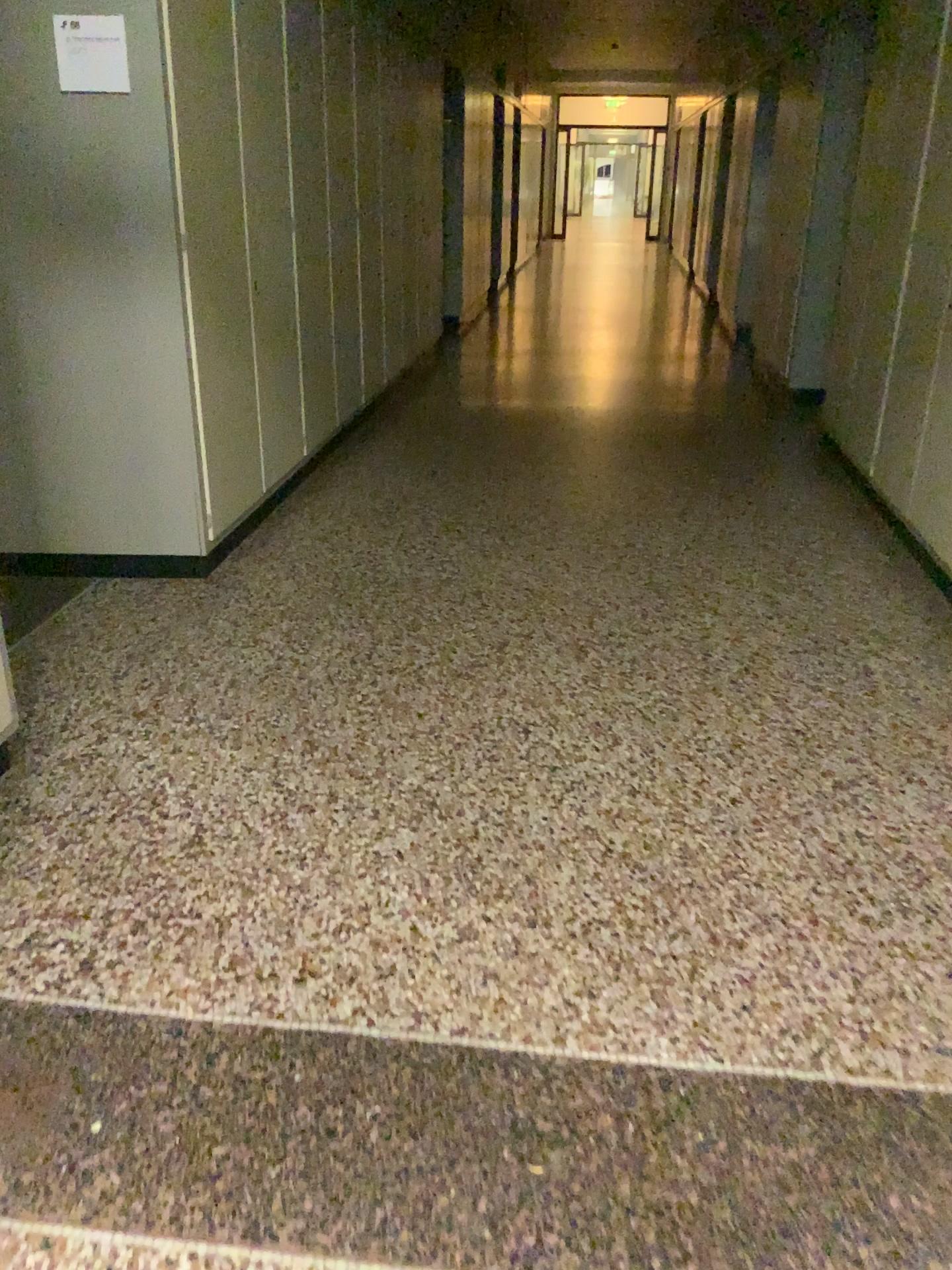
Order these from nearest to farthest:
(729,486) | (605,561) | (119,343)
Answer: (119,343), (605,561), (729,486)

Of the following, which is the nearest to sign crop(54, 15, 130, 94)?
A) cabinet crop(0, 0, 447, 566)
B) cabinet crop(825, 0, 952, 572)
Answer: cabinet crop(0, 0, 447, 566)

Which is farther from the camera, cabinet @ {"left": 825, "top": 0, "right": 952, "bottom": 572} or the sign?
cabinet @ {"left": 825, "top": 0, "right": 952, "bottom": 572}

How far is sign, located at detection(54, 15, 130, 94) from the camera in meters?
3.1 m

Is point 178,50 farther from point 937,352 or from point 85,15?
point 937,352

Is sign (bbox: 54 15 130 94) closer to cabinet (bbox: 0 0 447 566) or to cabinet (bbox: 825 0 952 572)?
→ cabinet (bbox: 0 0 447 566)

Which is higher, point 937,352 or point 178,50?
point 178,50

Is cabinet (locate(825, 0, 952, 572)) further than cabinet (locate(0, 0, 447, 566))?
Yes

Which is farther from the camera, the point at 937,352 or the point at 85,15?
the point at 937,352
